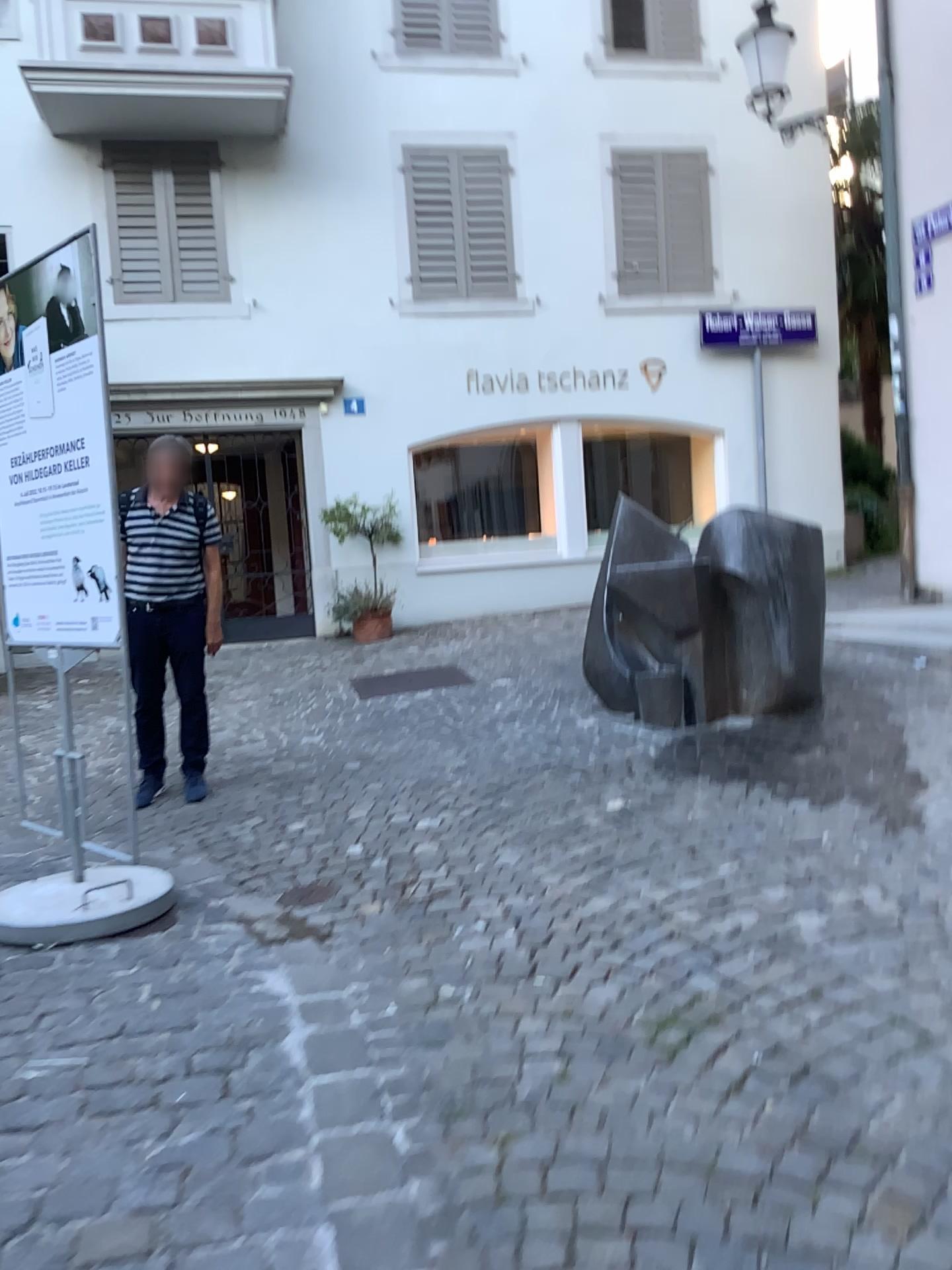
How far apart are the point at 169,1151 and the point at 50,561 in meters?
2.3 m
